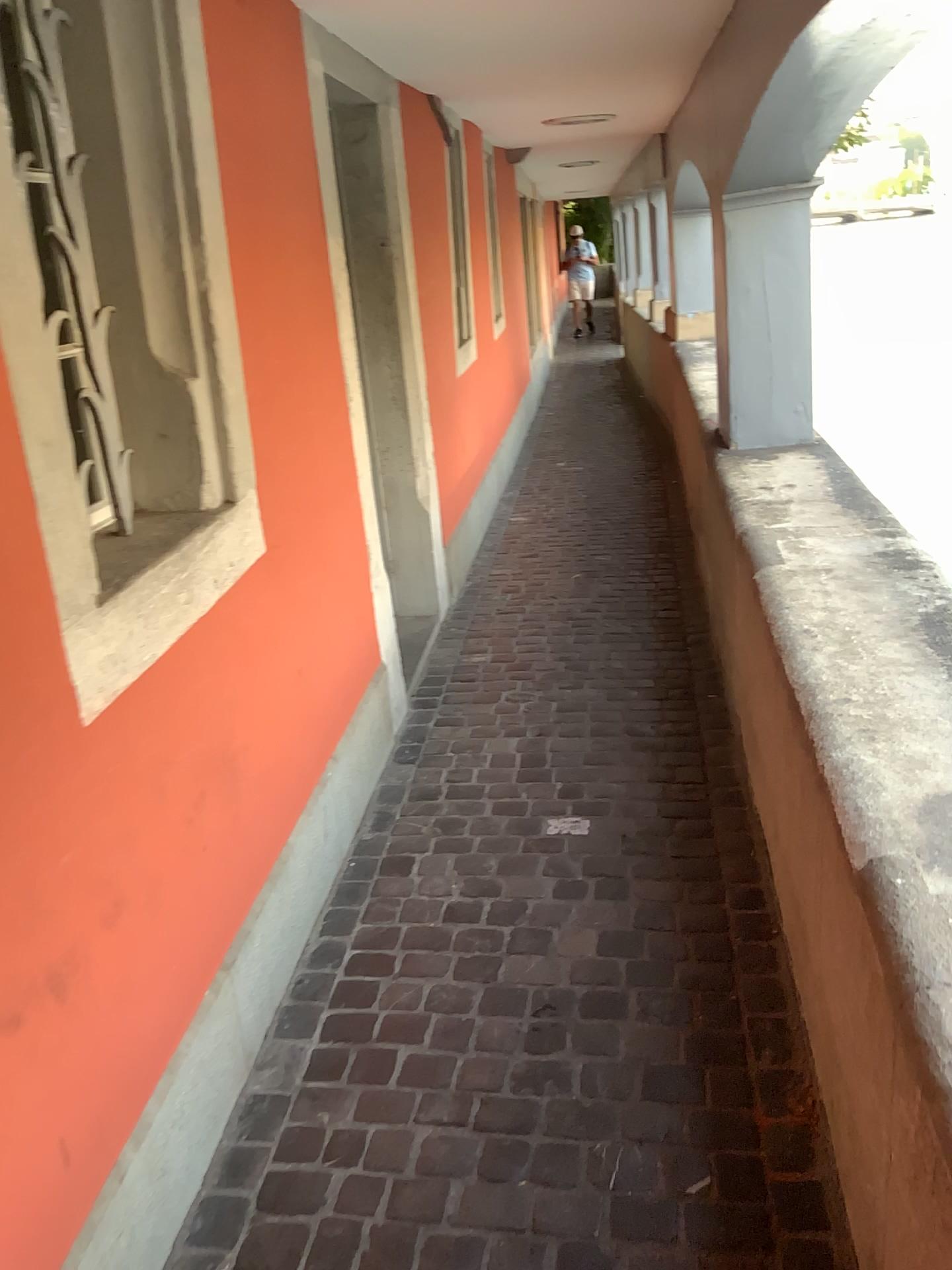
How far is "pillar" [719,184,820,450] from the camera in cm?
364

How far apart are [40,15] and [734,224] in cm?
252

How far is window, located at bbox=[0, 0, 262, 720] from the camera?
1.7m

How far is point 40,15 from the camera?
1.7 meters

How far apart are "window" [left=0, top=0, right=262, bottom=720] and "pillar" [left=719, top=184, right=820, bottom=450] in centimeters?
217cm

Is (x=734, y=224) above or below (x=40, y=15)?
below

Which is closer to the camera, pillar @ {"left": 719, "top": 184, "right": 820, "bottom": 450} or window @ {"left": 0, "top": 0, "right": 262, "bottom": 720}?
window @ {"left": 0, "top": 0, "right": 262, "bottom": 720}

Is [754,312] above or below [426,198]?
below
